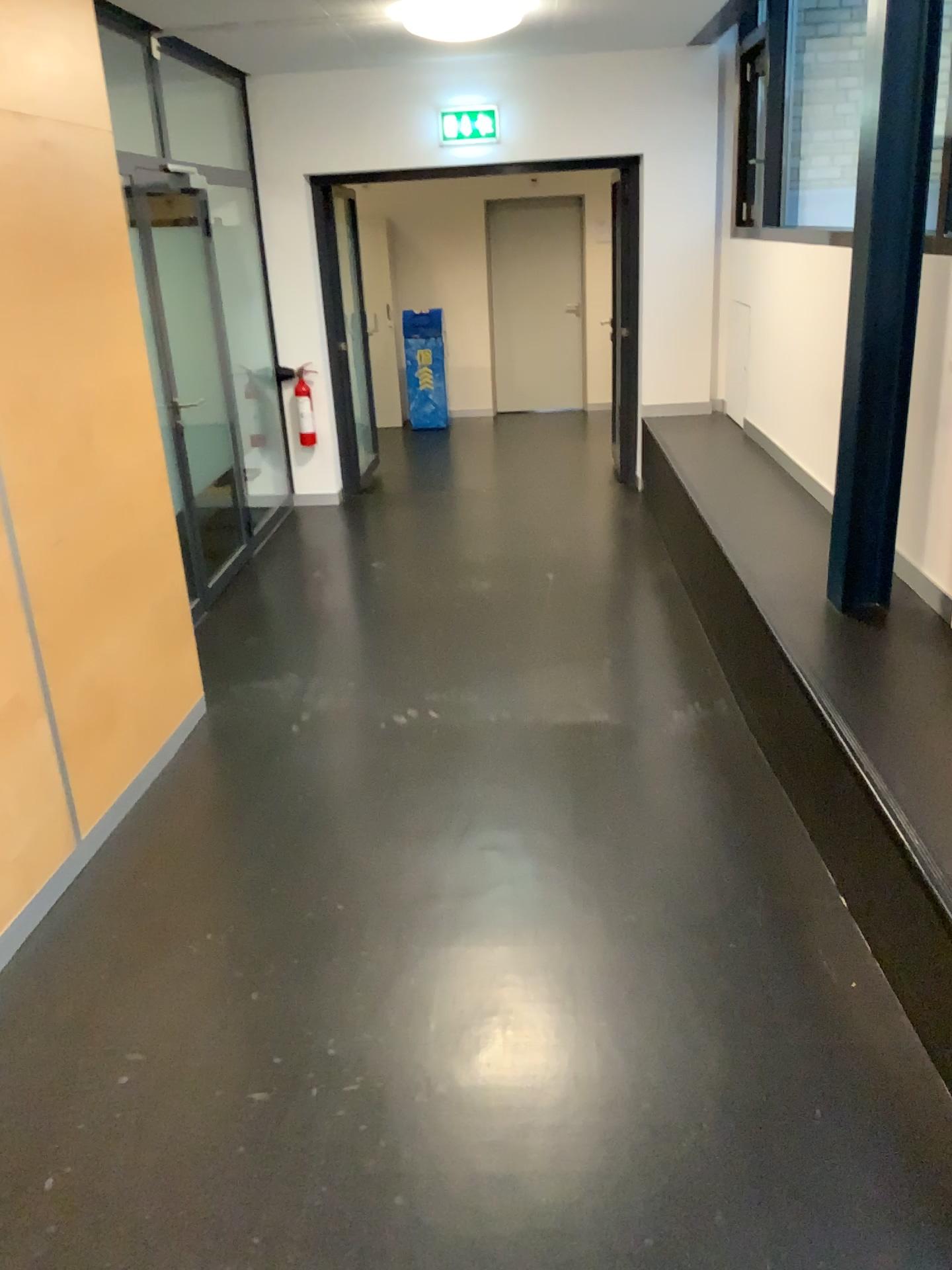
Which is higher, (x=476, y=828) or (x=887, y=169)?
(x=887, y=169)
